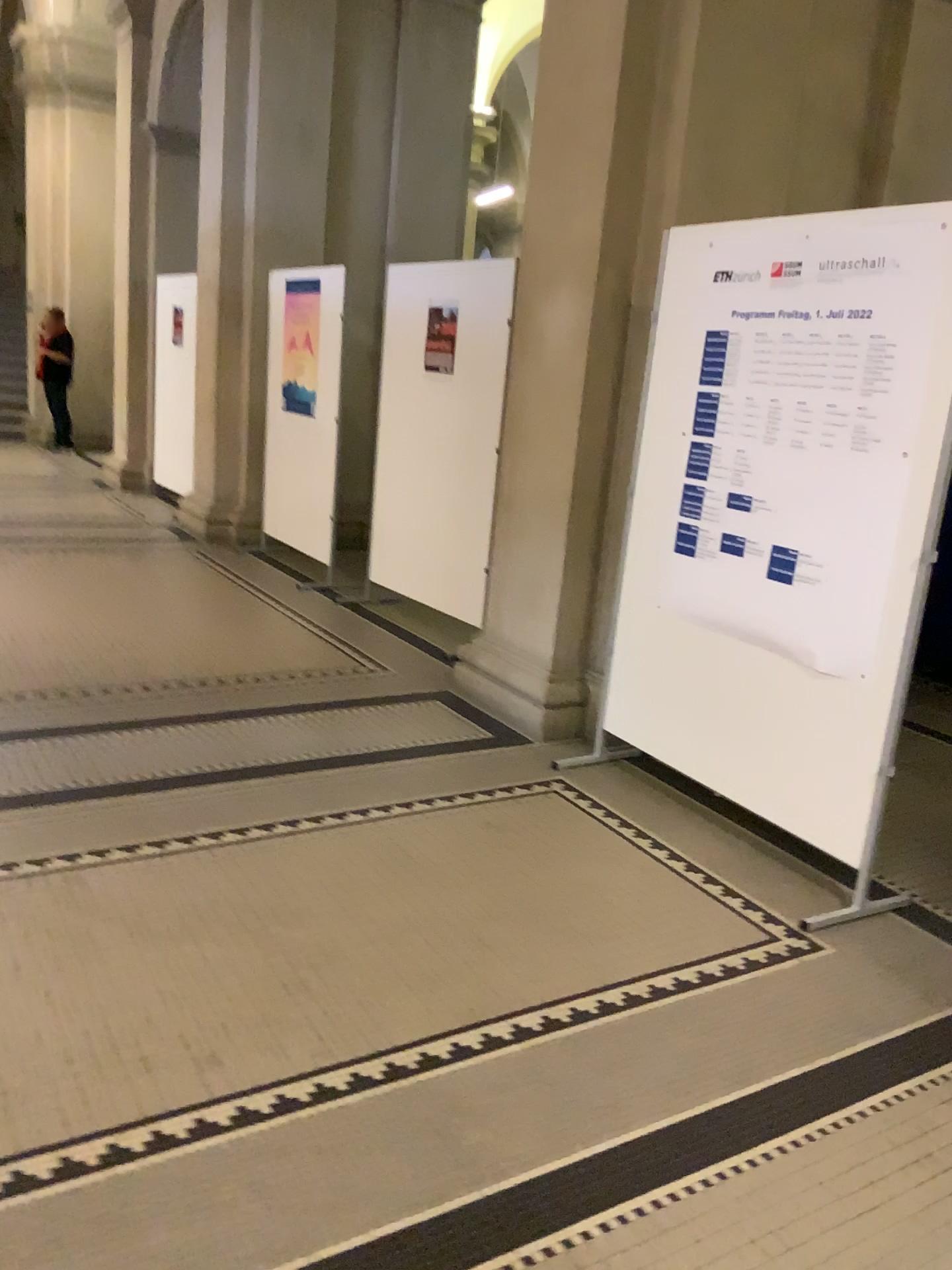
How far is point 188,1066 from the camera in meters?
2.1 m
